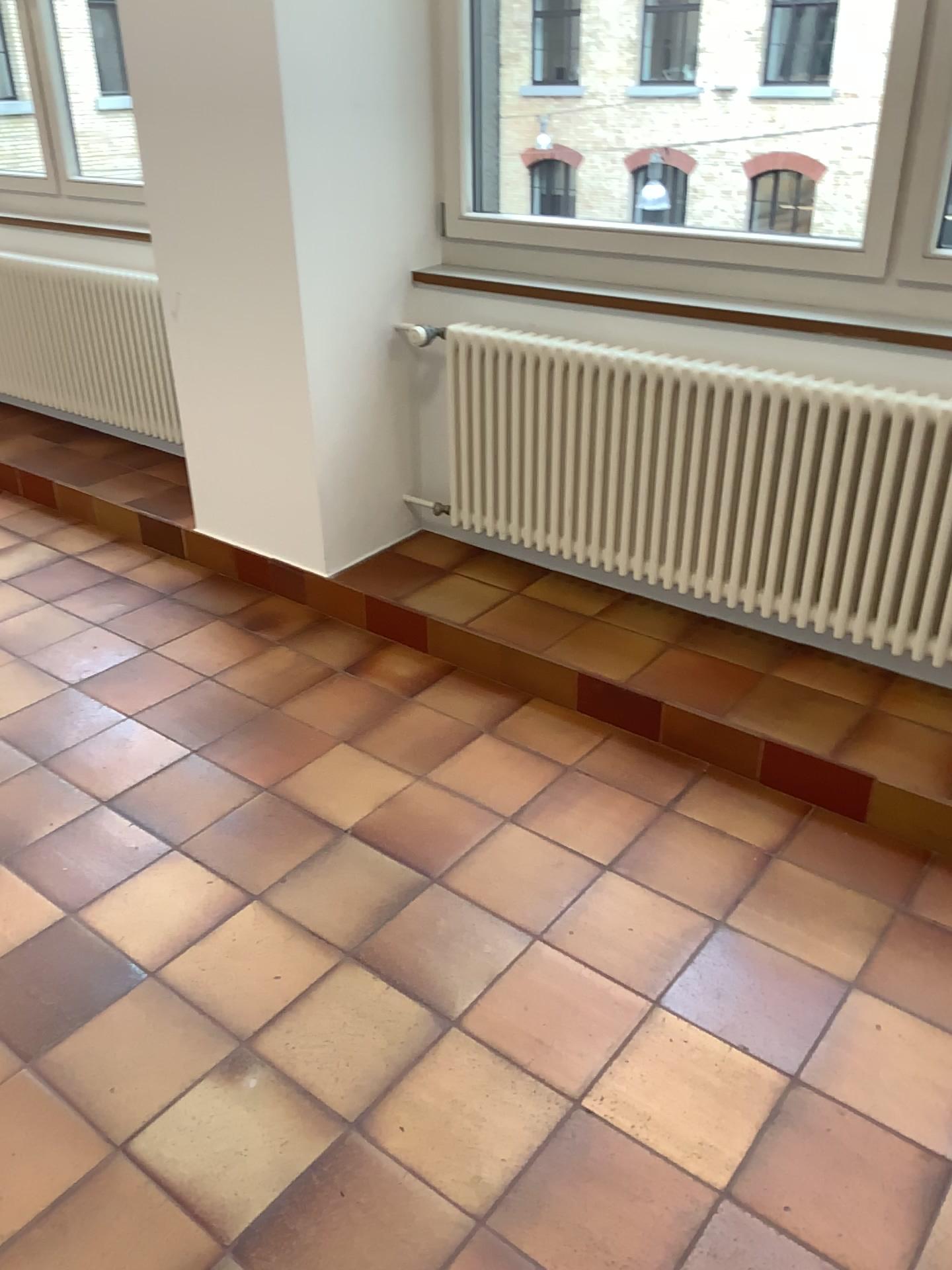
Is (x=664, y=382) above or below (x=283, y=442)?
above

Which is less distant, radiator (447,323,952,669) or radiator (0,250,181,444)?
radiator (447,323,952,669)

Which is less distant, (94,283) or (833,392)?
(833,392)
